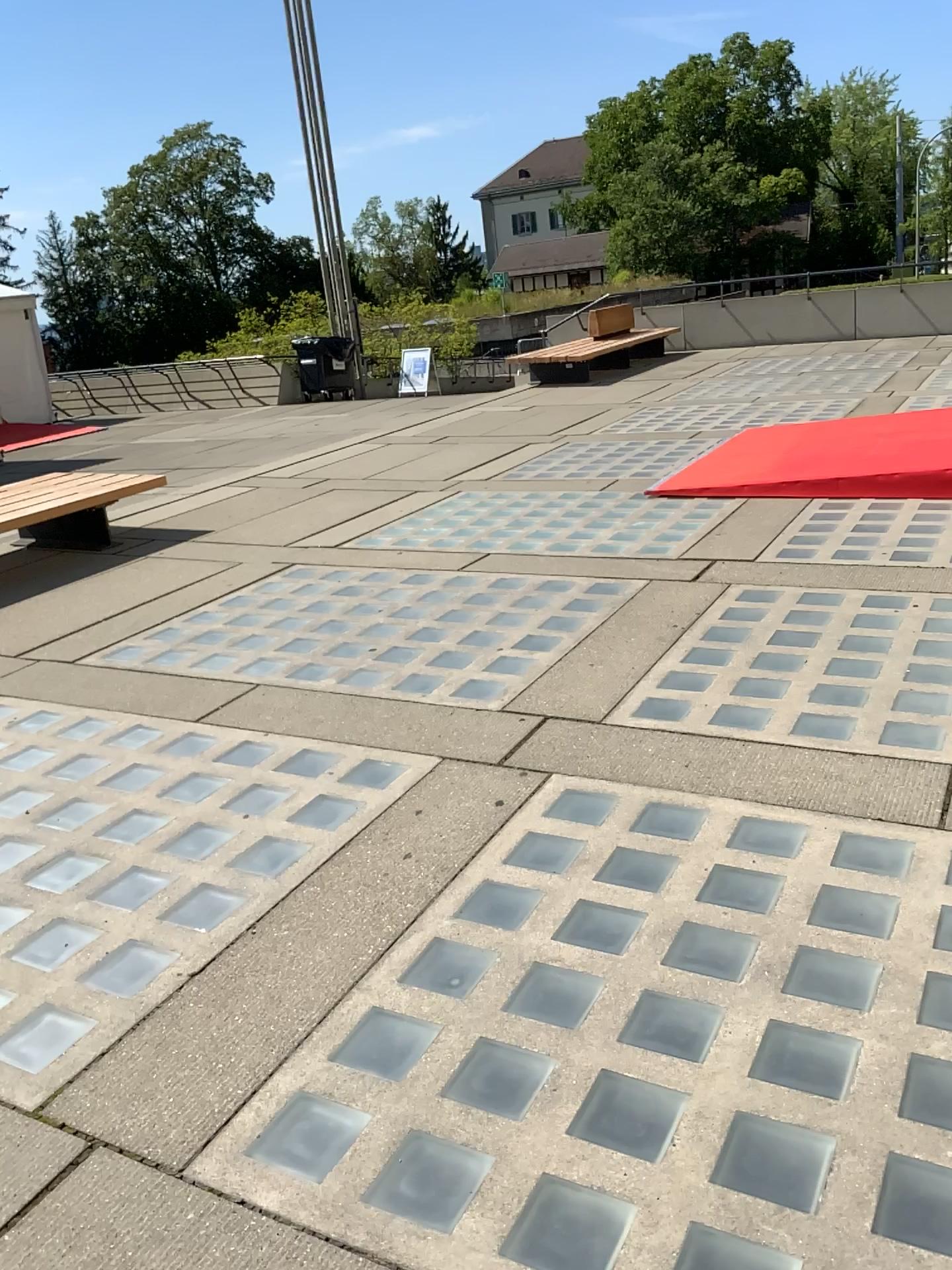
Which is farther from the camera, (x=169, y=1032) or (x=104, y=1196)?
(x=169, y=1032)
